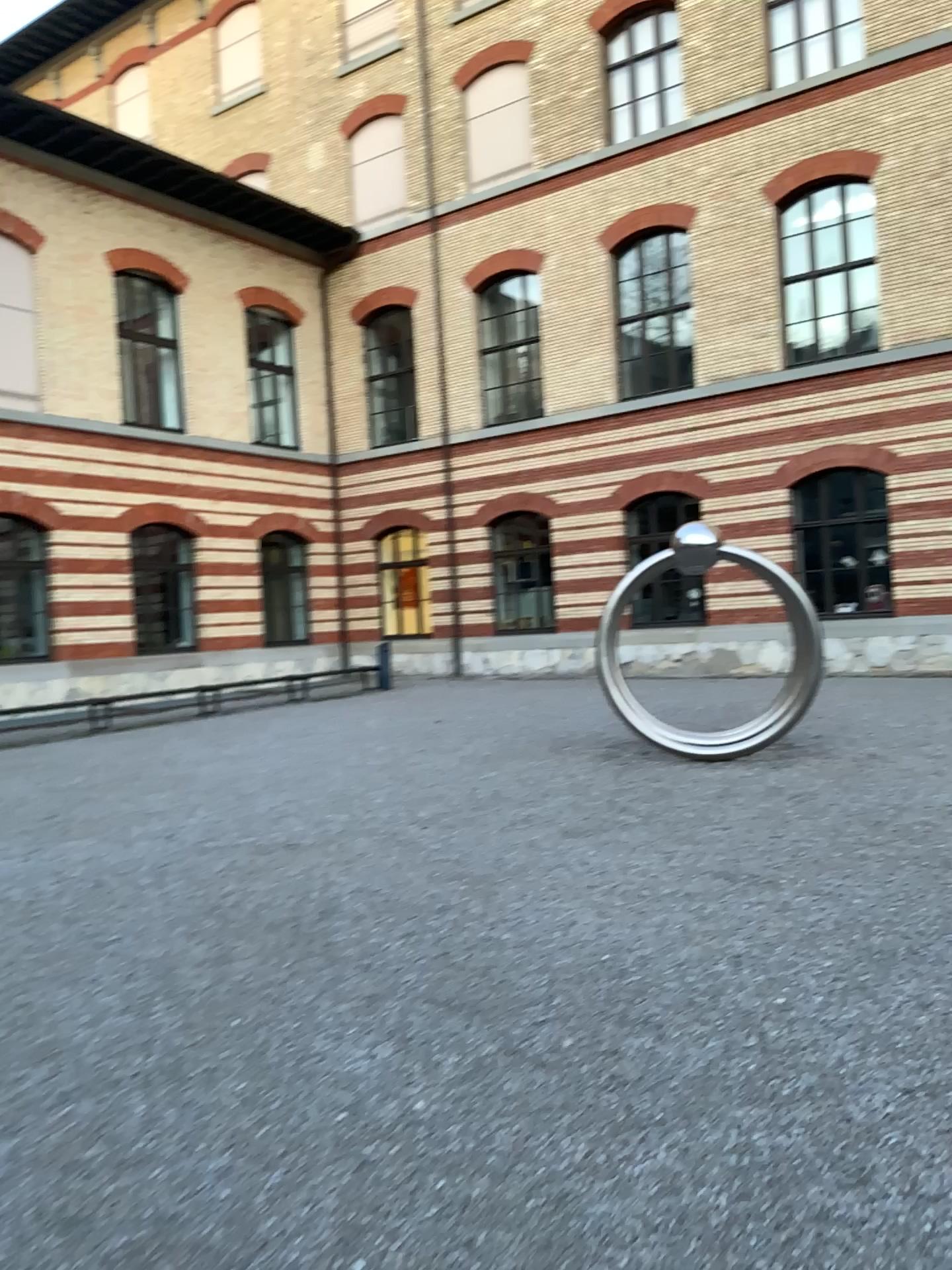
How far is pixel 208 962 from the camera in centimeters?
462cm
